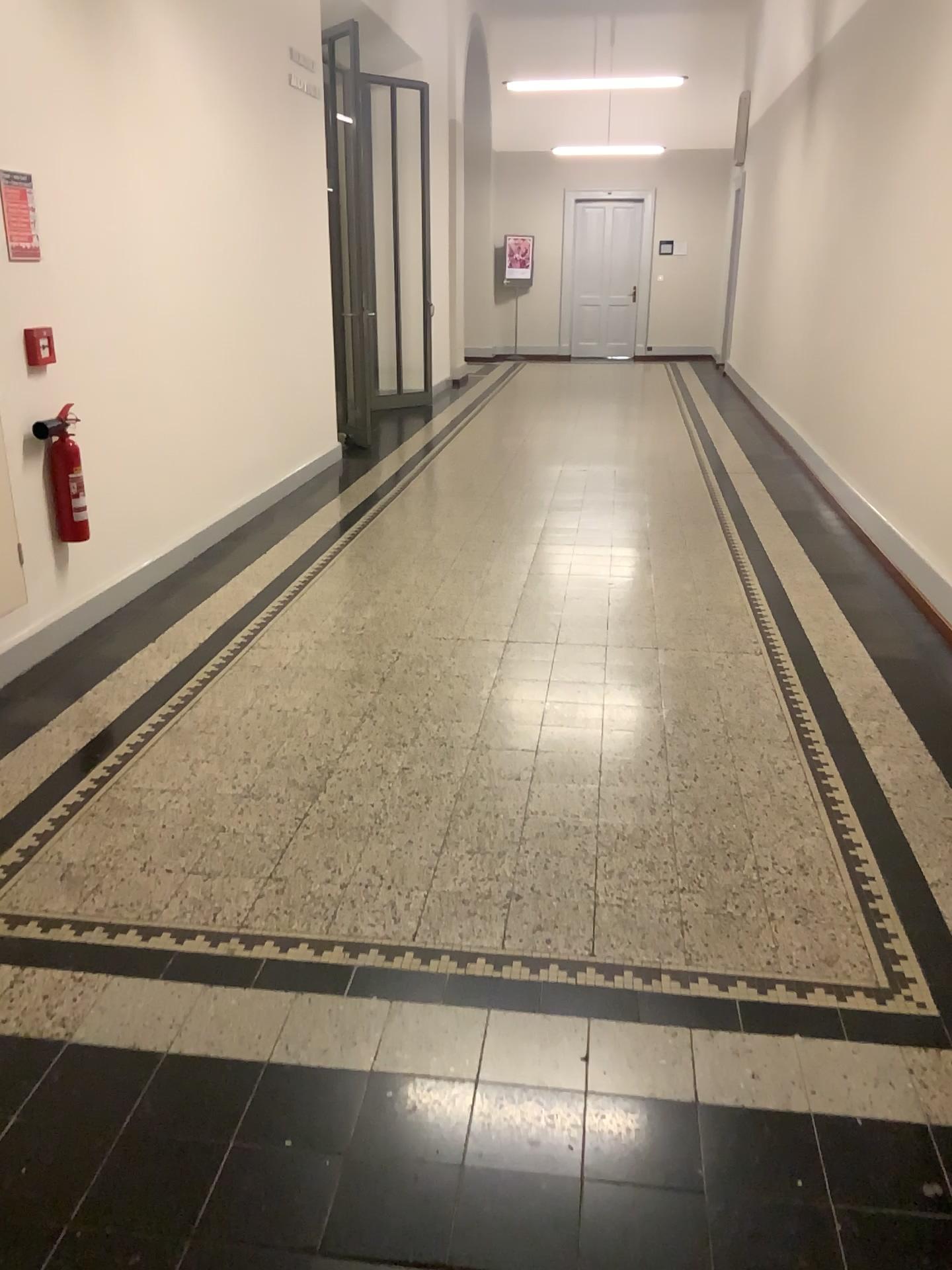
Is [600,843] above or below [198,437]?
below

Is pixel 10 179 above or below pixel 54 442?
above

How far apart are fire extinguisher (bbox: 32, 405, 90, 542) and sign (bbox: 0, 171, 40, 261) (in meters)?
0.61

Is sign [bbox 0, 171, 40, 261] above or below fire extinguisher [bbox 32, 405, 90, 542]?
above

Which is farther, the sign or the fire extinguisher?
the fire extinguisher

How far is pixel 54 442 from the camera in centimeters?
402cm

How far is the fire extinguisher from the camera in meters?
4.0

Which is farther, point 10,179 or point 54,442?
point 54,442

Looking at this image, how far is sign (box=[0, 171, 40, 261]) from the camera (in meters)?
3.62
